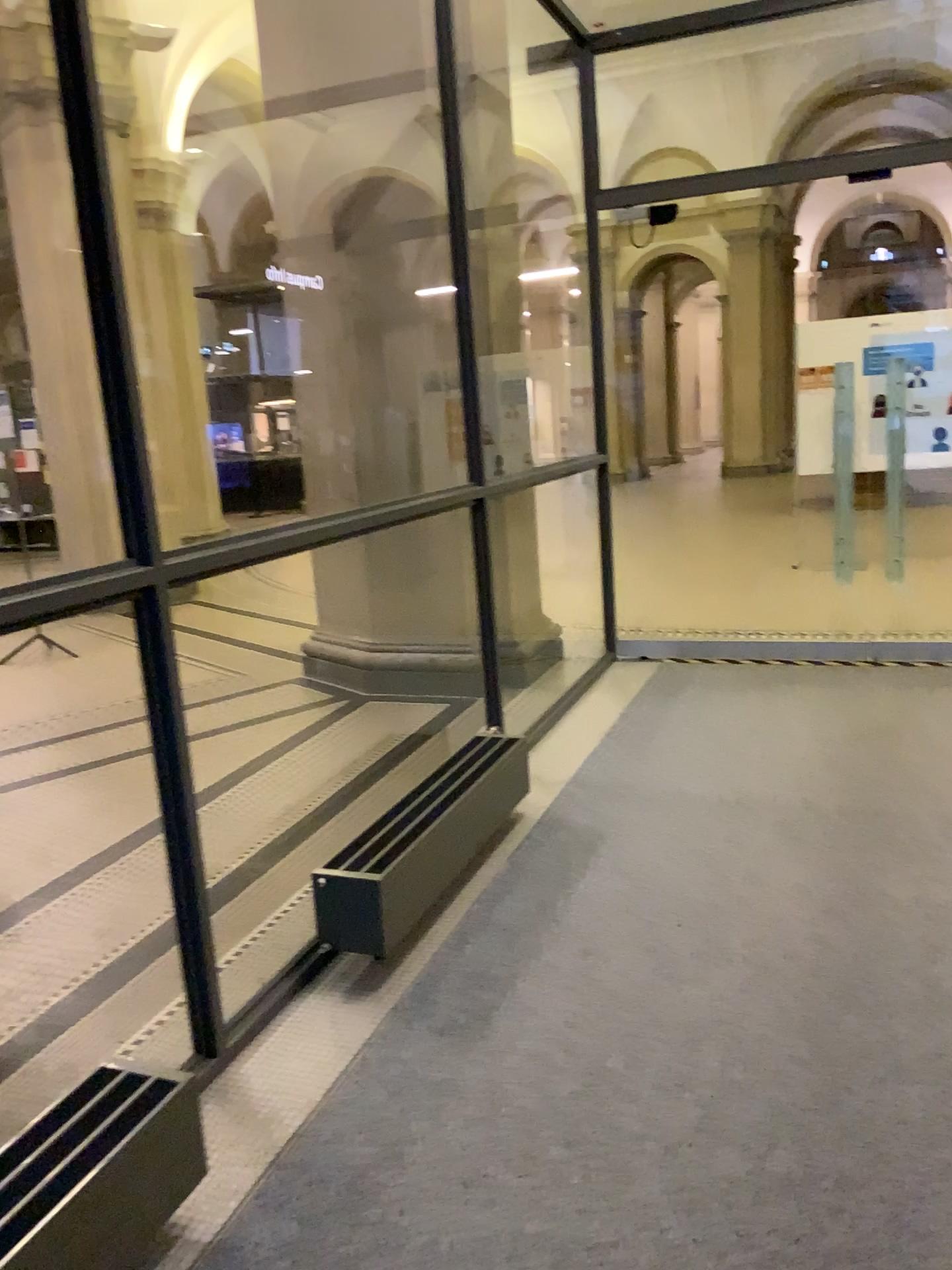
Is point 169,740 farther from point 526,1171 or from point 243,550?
point 526,1171
